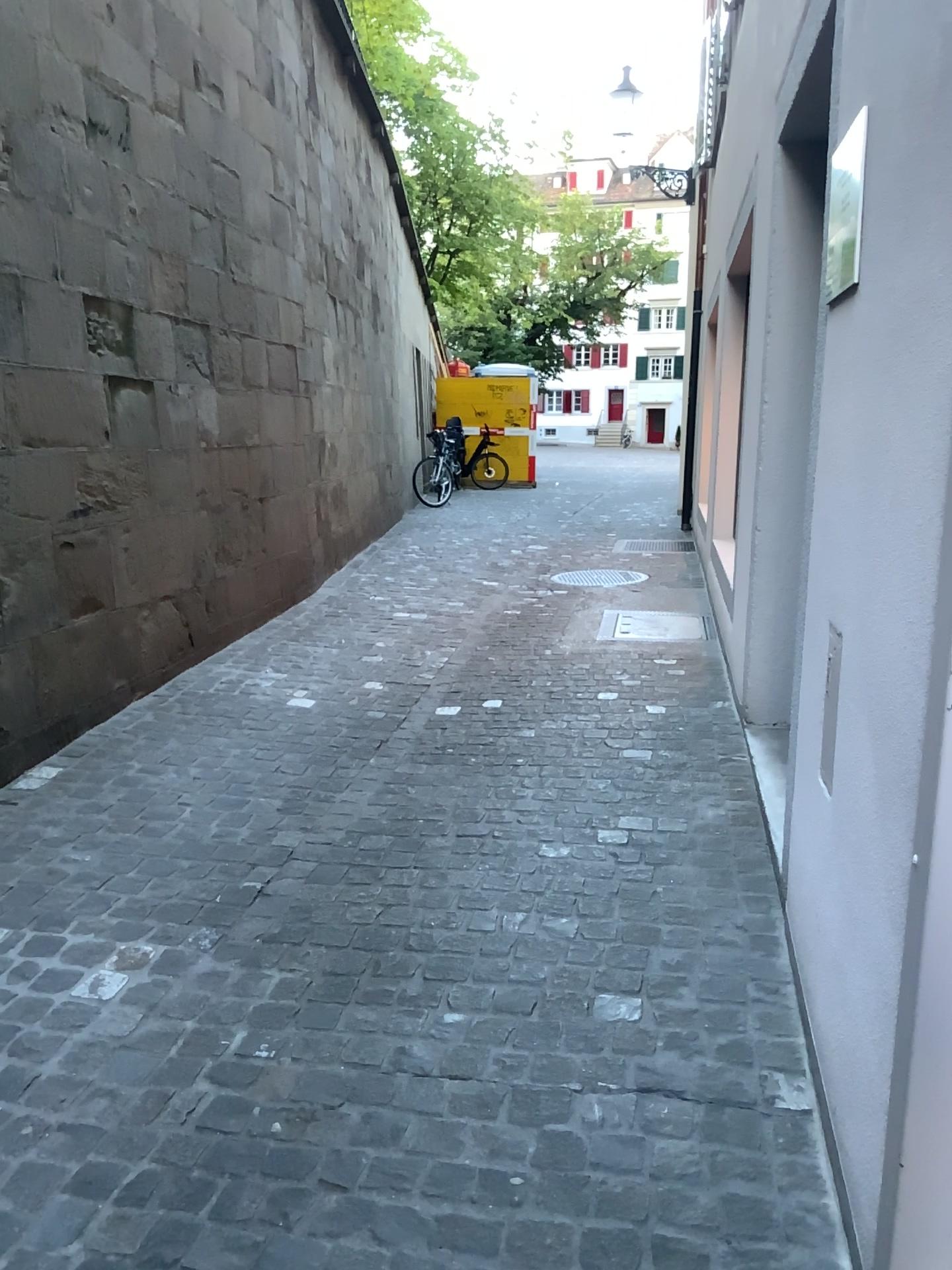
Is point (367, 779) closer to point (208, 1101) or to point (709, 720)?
point (709, 720)
